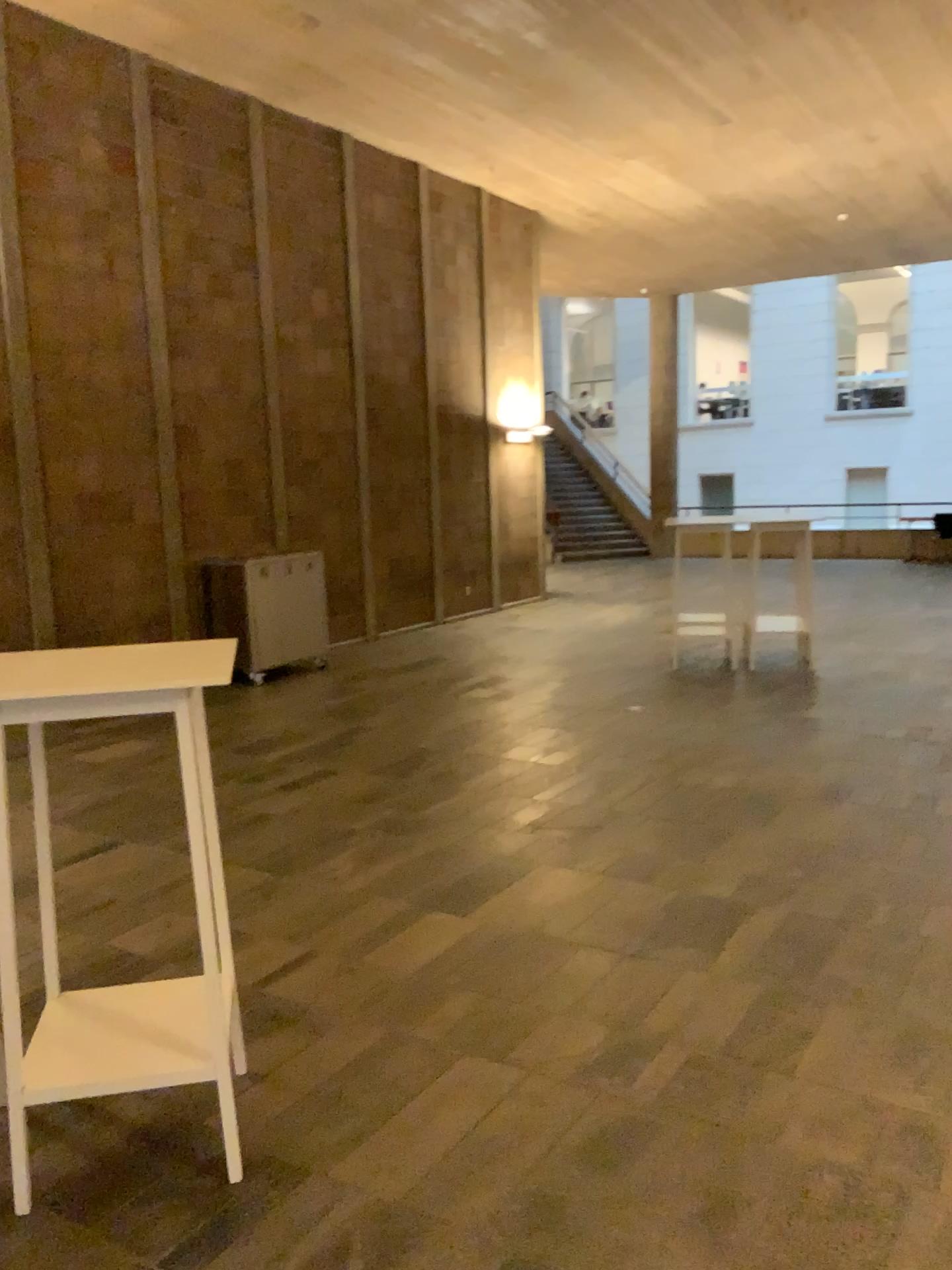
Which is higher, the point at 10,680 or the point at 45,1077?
the point at 10,680

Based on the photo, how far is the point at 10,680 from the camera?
2.3 meters

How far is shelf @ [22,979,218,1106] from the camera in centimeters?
234cm

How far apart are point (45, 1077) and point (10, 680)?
0.9 meters

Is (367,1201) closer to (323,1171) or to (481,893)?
(323,1171)

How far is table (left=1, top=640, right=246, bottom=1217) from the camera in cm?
232
